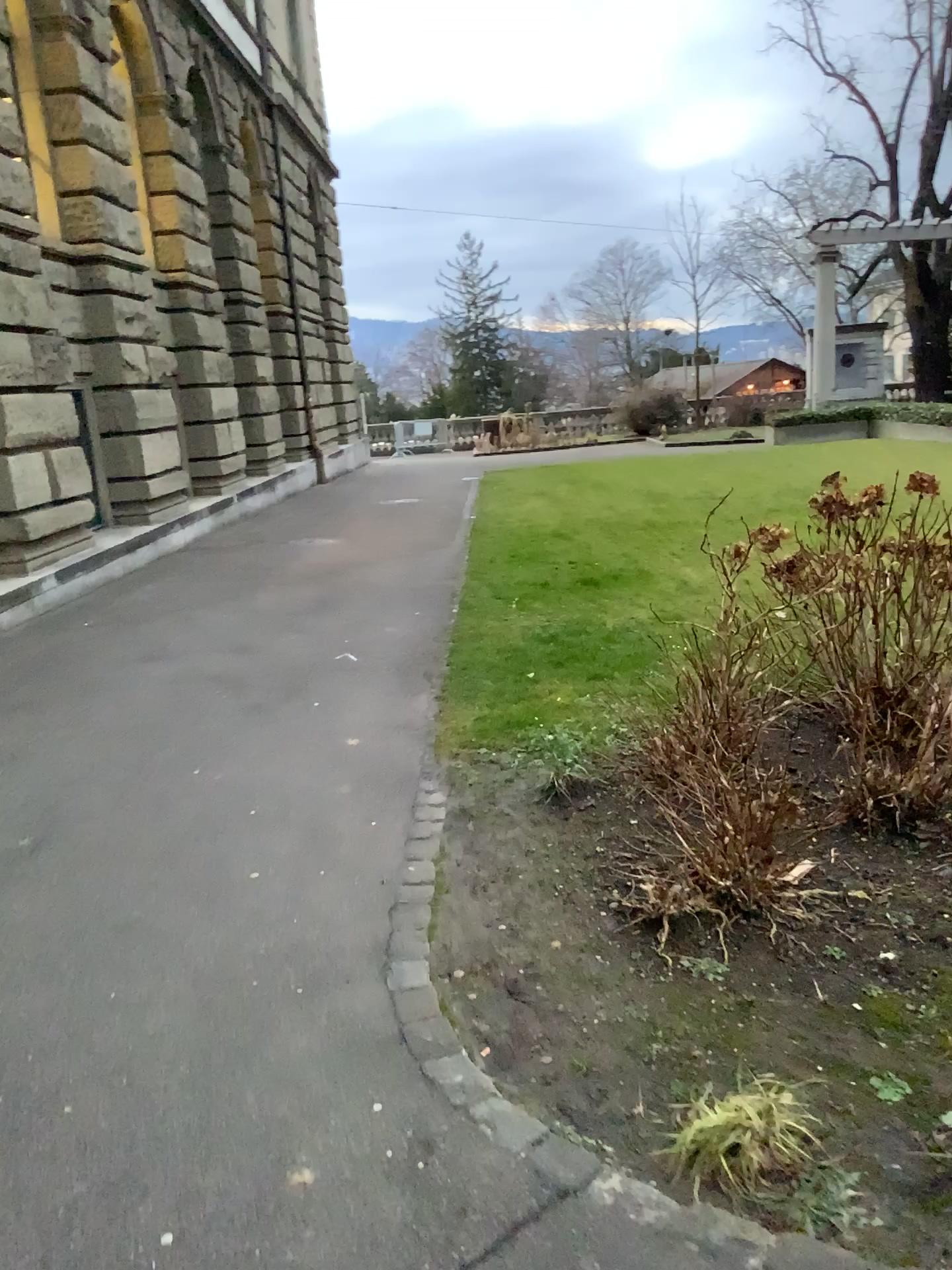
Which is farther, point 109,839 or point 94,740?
point 94,740

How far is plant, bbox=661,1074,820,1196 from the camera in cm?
209

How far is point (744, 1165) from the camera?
2.1 meters
